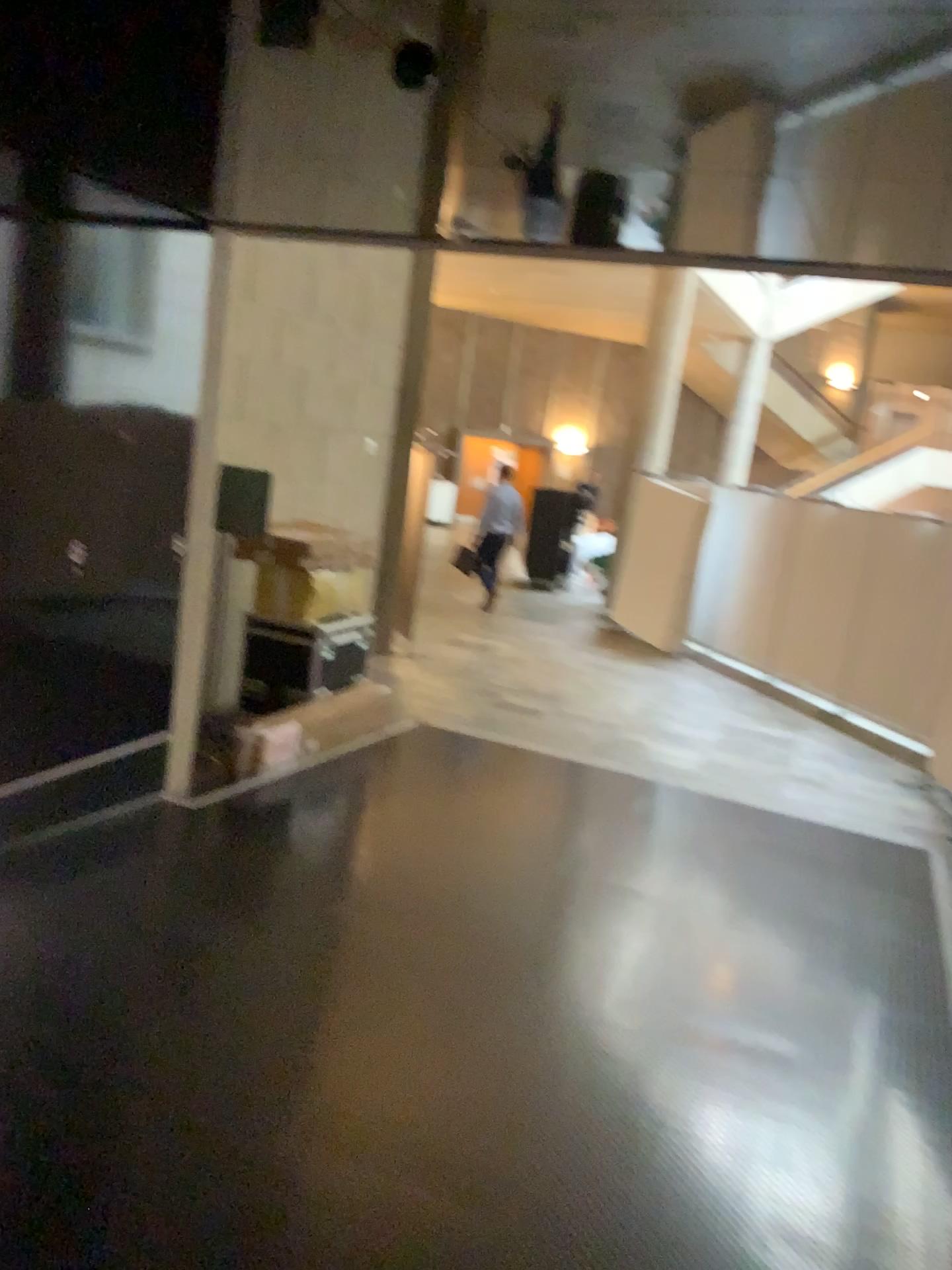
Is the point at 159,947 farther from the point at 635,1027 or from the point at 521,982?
the point at 635,1027
